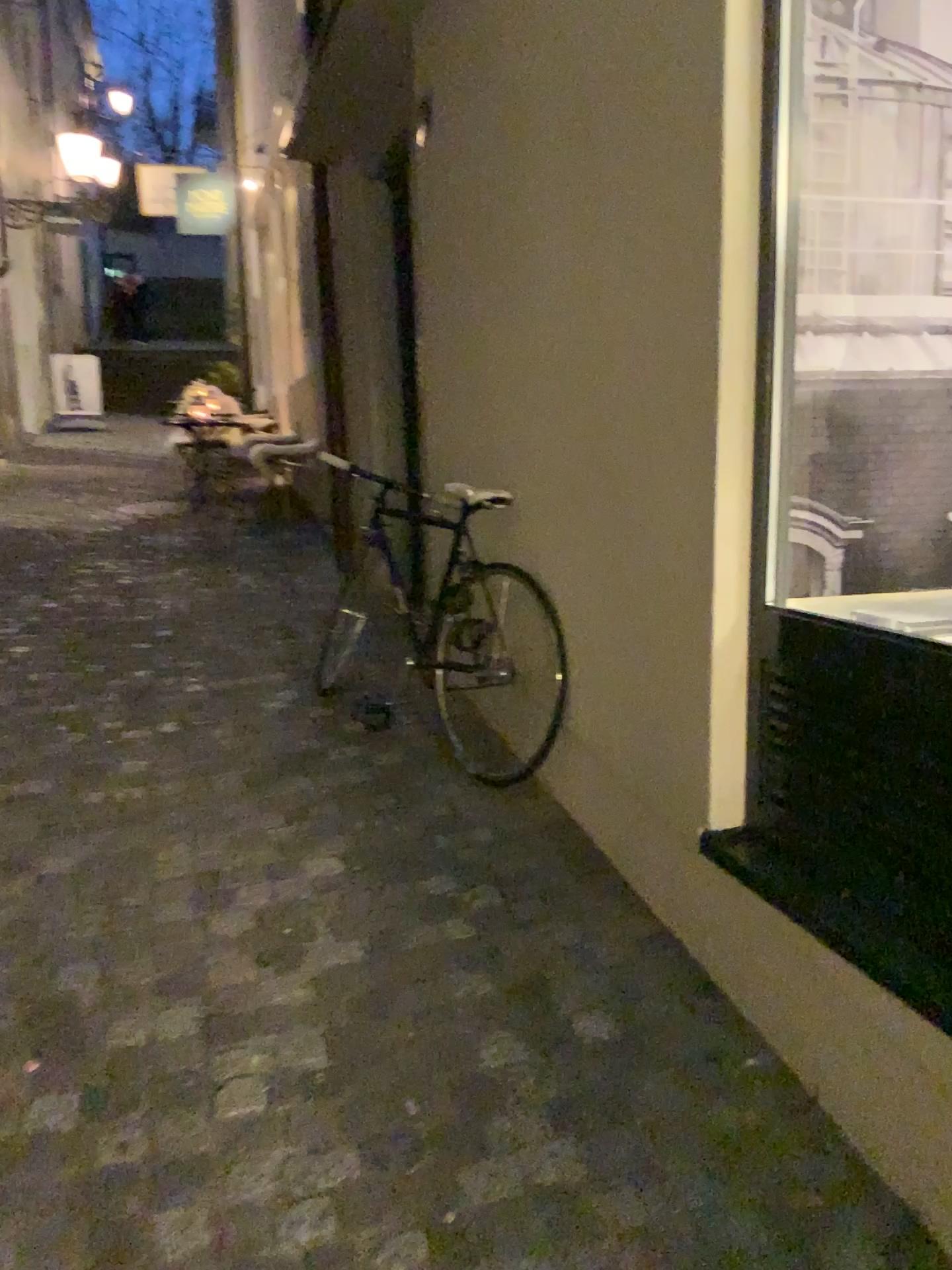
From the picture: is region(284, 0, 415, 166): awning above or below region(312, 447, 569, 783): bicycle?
above

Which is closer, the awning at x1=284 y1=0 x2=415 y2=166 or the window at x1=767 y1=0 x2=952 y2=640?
the window at x1=767 y1=0 x2=952 y2=640

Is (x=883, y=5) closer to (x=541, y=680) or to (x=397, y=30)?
(x=541, y=680)

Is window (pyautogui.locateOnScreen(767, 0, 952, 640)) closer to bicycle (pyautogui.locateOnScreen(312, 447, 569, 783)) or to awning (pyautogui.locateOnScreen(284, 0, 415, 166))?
bicycle (pyautogui.locateOnScreen(312, 447, 569, 783))

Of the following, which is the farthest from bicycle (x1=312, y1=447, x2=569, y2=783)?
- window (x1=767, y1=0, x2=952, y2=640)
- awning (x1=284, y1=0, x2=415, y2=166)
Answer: awning (x1=284, y1=0, x2=415, y2=166)

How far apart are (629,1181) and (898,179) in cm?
186

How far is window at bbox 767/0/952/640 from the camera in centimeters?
197cm

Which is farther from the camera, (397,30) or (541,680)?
(397,30)

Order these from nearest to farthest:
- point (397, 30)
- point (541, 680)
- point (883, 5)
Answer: point (883, 5), point (541, 680), point (397, 30)

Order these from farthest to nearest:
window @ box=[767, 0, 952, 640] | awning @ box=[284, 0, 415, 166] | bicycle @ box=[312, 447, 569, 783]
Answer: awning @ box=[284, 0, 415, 166]
bicycle @ box=[312, 447, 569, 783]
window @ box=[767, 0, 952, 640]
